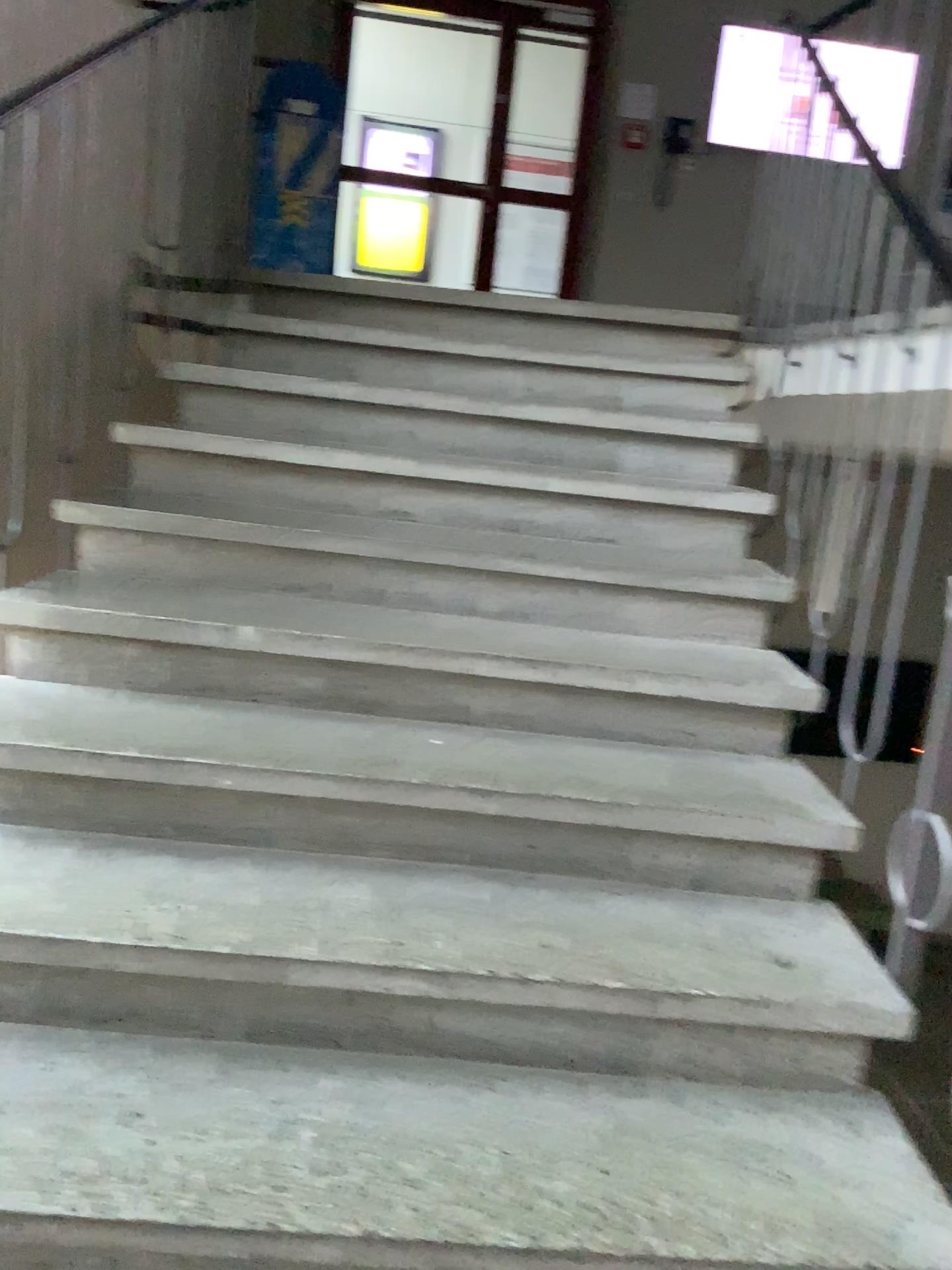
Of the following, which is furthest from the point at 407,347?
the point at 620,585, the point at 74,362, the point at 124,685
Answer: the point at 124,685
